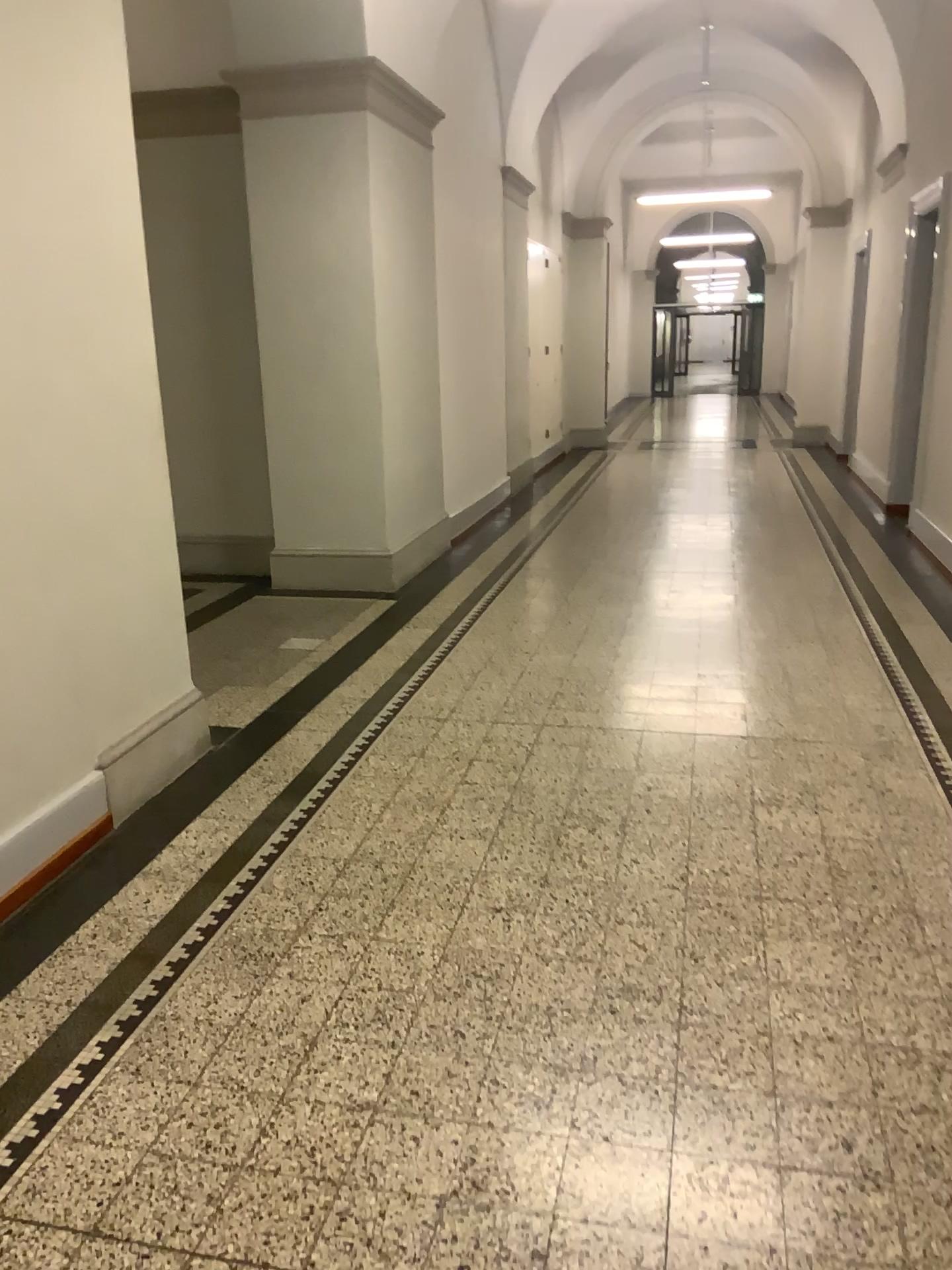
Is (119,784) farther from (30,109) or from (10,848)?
(30,109)

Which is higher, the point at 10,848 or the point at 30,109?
the point at 30,109

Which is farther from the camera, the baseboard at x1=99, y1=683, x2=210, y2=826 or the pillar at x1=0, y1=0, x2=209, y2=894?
the baseboard at x1=99, y1=683, x2=210, y2=826

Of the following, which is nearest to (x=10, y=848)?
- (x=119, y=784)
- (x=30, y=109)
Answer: (x=119, y=784)

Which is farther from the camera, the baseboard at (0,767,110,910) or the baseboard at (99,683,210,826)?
the baseboard at (99,683,210,826)

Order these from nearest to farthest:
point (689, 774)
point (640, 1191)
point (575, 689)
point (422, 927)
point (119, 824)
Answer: point (640, 1191)
point (422, 927)
point (119, 824)
point (689, 774)
point (575, 689)
